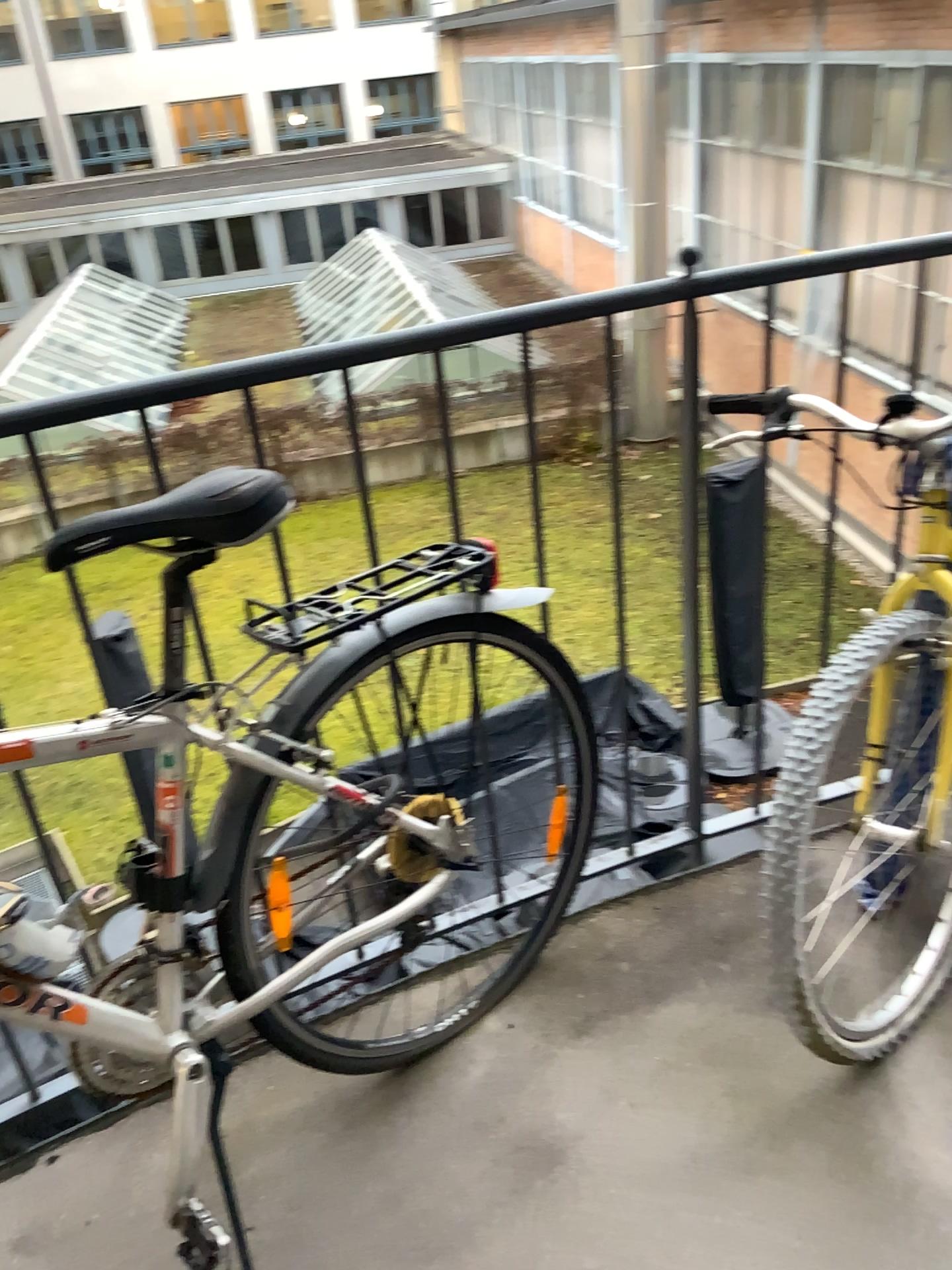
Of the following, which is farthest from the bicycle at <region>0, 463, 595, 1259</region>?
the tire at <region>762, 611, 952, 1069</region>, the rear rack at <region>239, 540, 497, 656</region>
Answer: the tire at <region>762, 611, 952, 1069</region>

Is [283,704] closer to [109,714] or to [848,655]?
[109,714]

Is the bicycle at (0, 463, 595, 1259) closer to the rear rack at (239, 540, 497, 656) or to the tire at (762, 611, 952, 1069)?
the rear rack at (239, 540, 497, 656)

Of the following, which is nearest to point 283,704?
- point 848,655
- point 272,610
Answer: point 272,610

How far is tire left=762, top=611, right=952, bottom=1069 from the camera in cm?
131

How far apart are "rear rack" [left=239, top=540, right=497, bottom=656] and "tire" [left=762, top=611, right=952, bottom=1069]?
0.5m

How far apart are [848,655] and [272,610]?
0.72m

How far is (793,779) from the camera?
1.3 meters

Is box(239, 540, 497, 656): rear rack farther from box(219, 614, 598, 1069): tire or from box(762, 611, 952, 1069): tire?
box(762, 611, 952, 1069): tire

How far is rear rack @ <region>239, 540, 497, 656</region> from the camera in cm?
133
